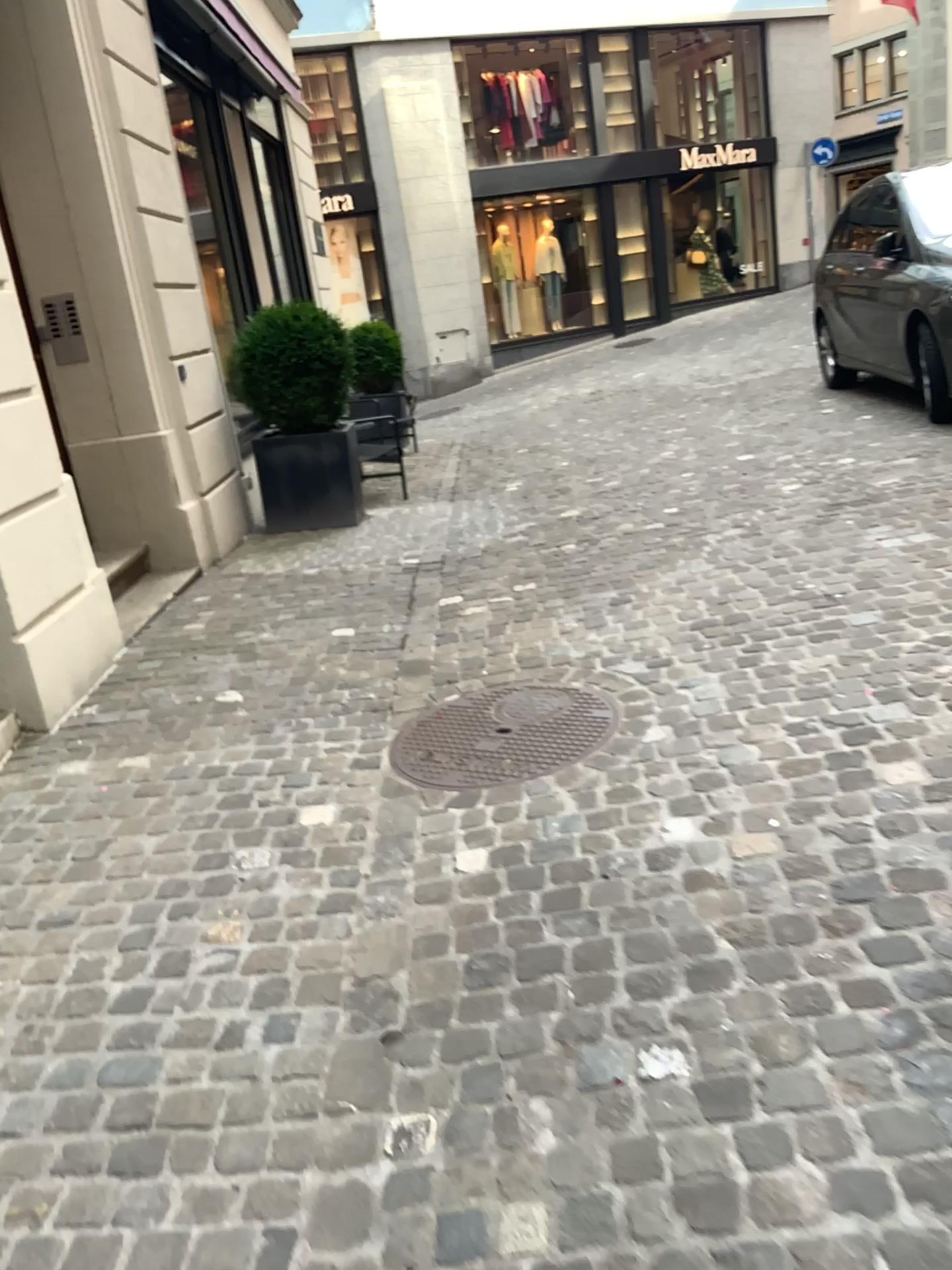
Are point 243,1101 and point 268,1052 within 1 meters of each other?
yes
